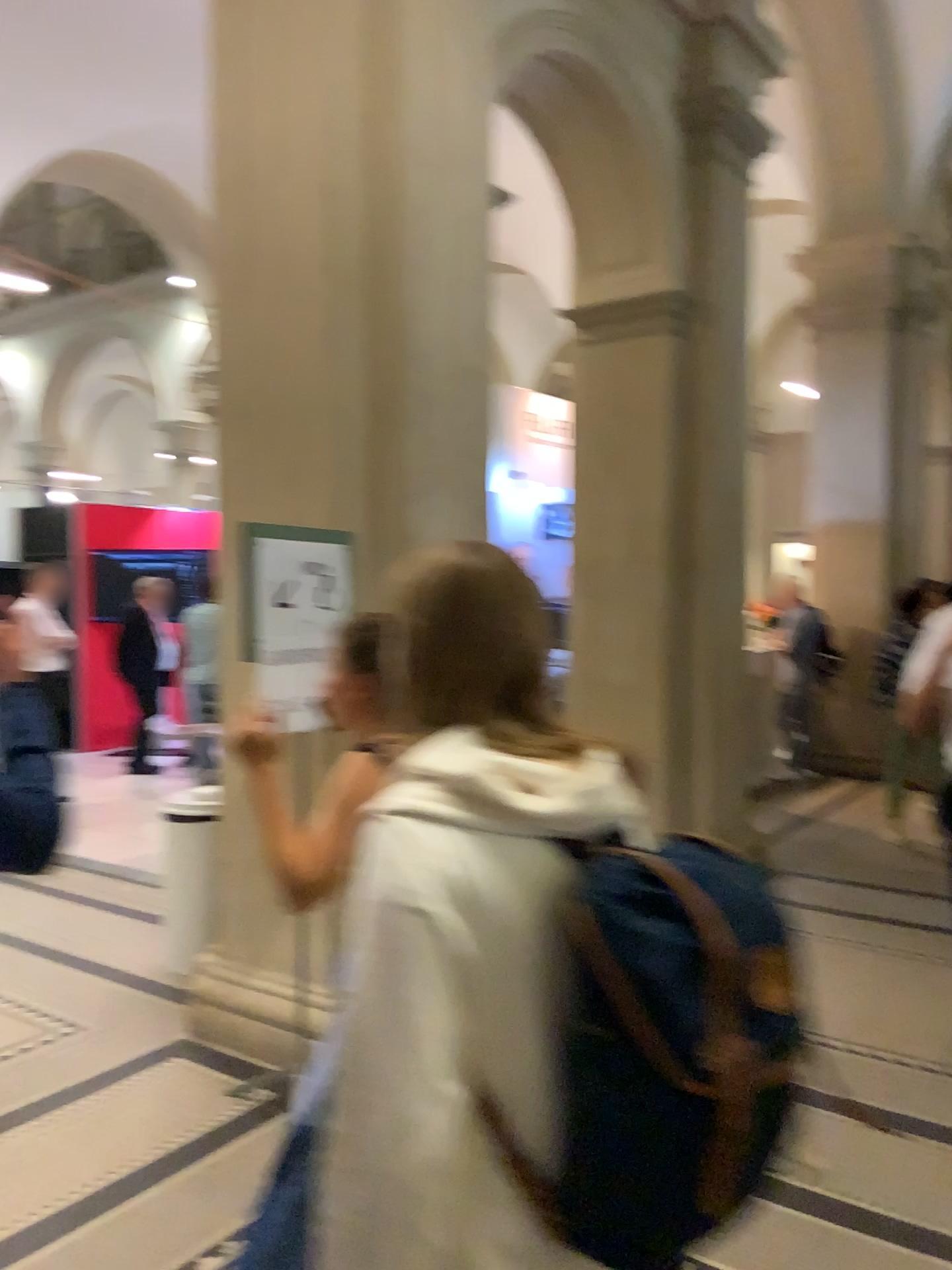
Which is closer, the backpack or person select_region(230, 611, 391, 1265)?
the backpack

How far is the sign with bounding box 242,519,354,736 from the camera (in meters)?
3.10

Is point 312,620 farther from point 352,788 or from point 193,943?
point 193,943

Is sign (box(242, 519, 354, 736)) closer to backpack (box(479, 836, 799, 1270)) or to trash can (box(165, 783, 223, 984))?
trash can (box(165, 783, 223, 984))

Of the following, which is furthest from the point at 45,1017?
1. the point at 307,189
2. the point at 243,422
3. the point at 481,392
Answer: the point at 307,189

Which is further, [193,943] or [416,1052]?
[193,943]

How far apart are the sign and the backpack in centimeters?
Result: 210cm

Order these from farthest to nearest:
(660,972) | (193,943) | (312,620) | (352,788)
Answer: (193,943), (312,620), (352,788), (660,972)

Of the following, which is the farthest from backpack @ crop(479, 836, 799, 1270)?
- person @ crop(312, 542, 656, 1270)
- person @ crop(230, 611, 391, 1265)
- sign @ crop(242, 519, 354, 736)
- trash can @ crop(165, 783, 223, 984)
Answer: trash can @ crop(165, 783, 223, 984)

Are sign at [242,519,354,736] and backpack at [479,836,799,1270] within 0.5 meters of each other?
no
